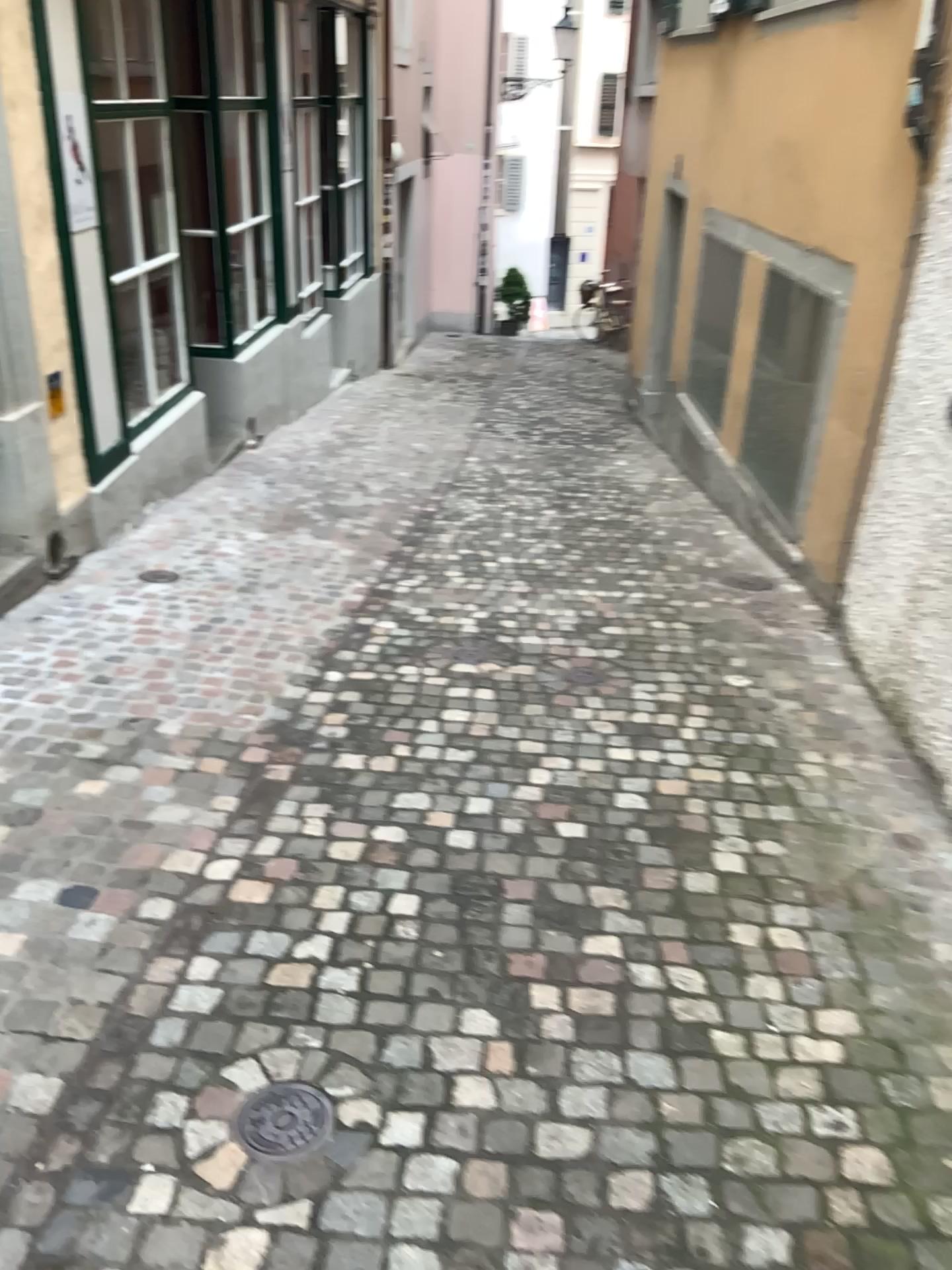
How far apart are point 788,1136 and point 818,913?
0.76m

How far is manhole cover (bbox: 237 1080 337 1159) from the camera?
1.93m

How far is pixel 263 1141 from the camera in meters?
1.9 m
